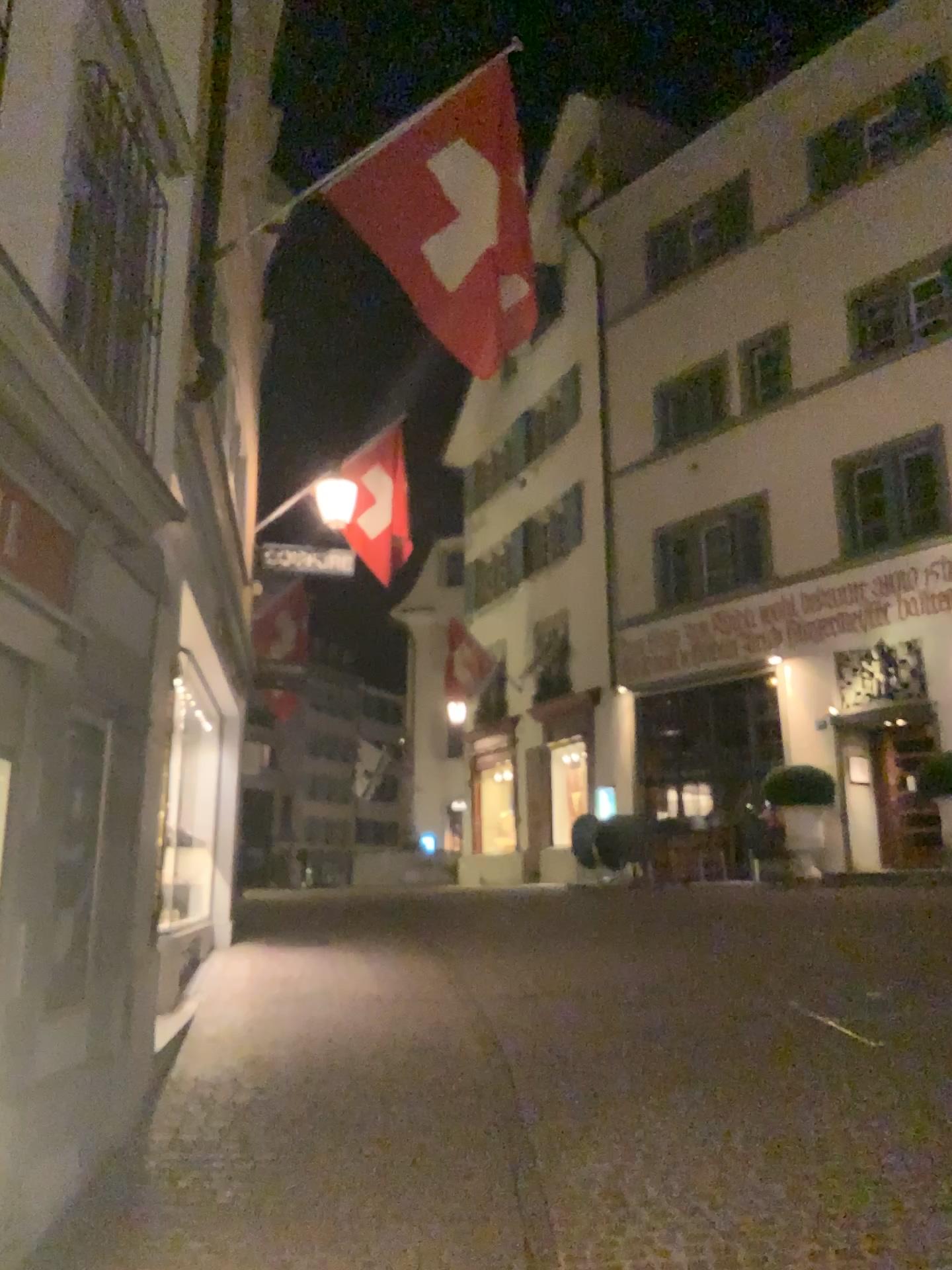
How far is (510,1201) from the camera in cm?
399
